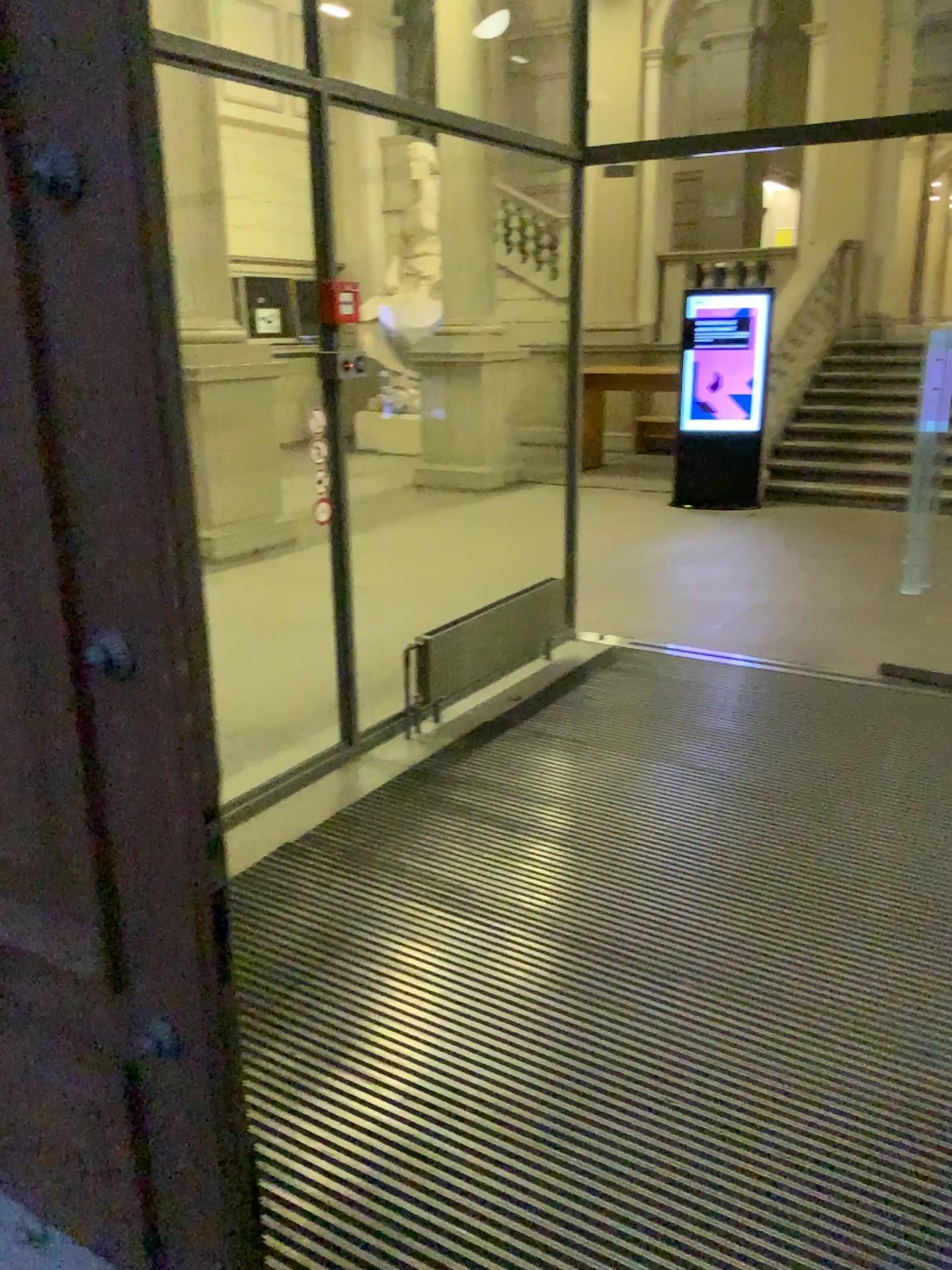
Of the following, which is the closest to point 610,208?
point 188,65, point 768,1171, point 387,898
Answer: point 188,65
